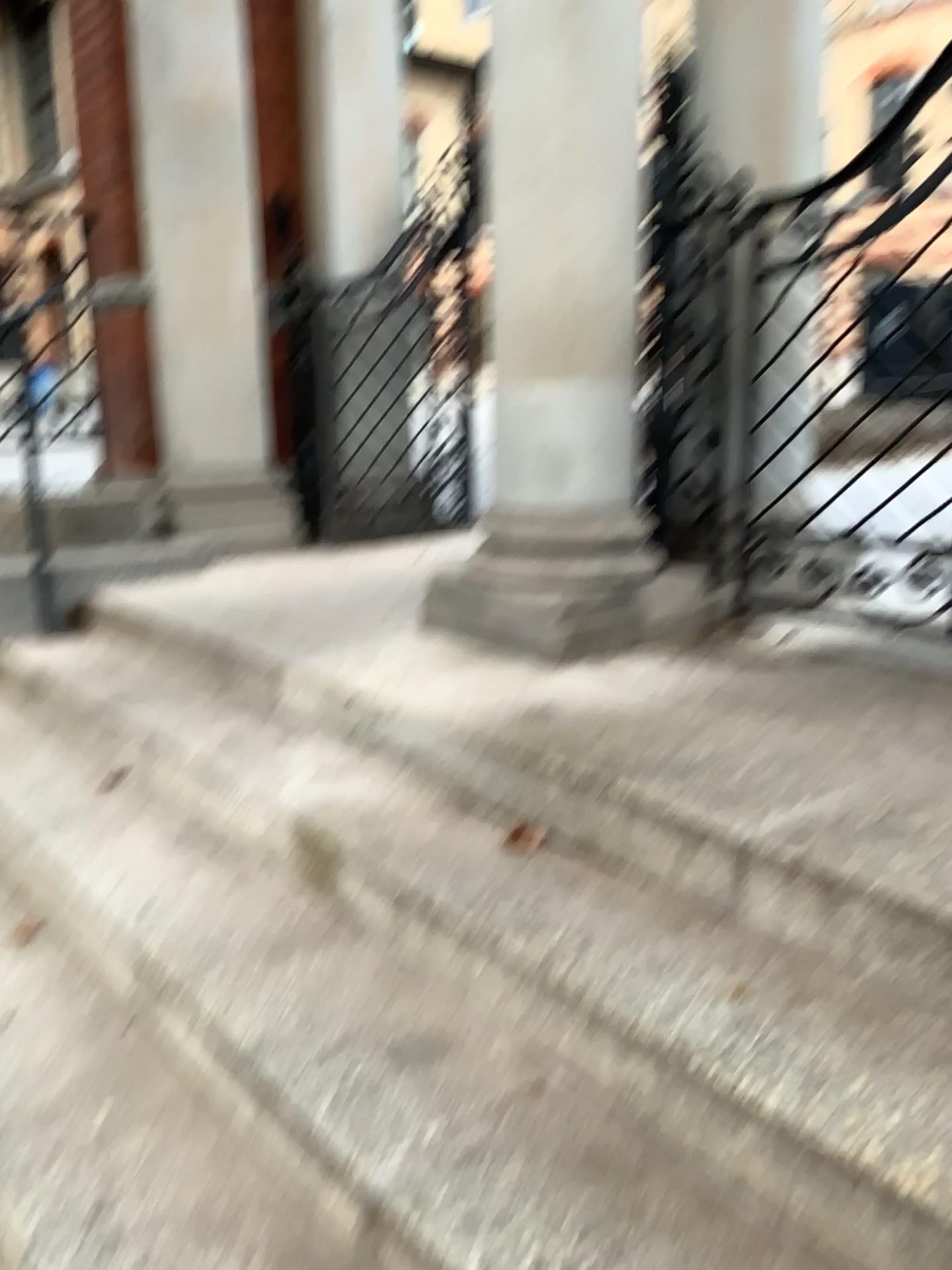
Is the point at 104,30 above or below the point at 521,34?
above

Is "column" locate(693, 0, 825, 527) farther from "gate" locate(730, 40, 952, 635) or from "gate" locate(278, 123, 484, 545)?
"gate" locate(278, 123, 484, 545)

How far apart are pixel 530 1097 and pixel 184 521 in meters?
3.3 m

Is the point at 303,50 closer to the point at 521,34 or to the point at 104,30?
the point at 104,30

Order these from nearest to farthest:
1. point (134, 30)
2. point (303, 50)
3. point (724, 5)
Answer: point (724, 5) < point (134, 30) < point (303, 50)

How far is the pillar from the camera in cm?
419

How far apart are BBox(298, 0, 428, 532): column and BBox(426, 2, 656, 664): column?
2.0m

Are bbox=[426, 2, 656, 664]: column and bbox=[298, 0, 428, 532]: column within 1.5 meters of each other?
no

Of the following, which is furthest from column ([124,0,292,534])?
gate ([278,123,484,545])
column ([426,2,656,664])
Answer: column ([426,2,656,664])

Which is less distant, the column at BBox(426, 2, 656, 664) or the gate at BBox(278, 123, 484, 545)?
the column at BBox(426, 2, 656, 664)
